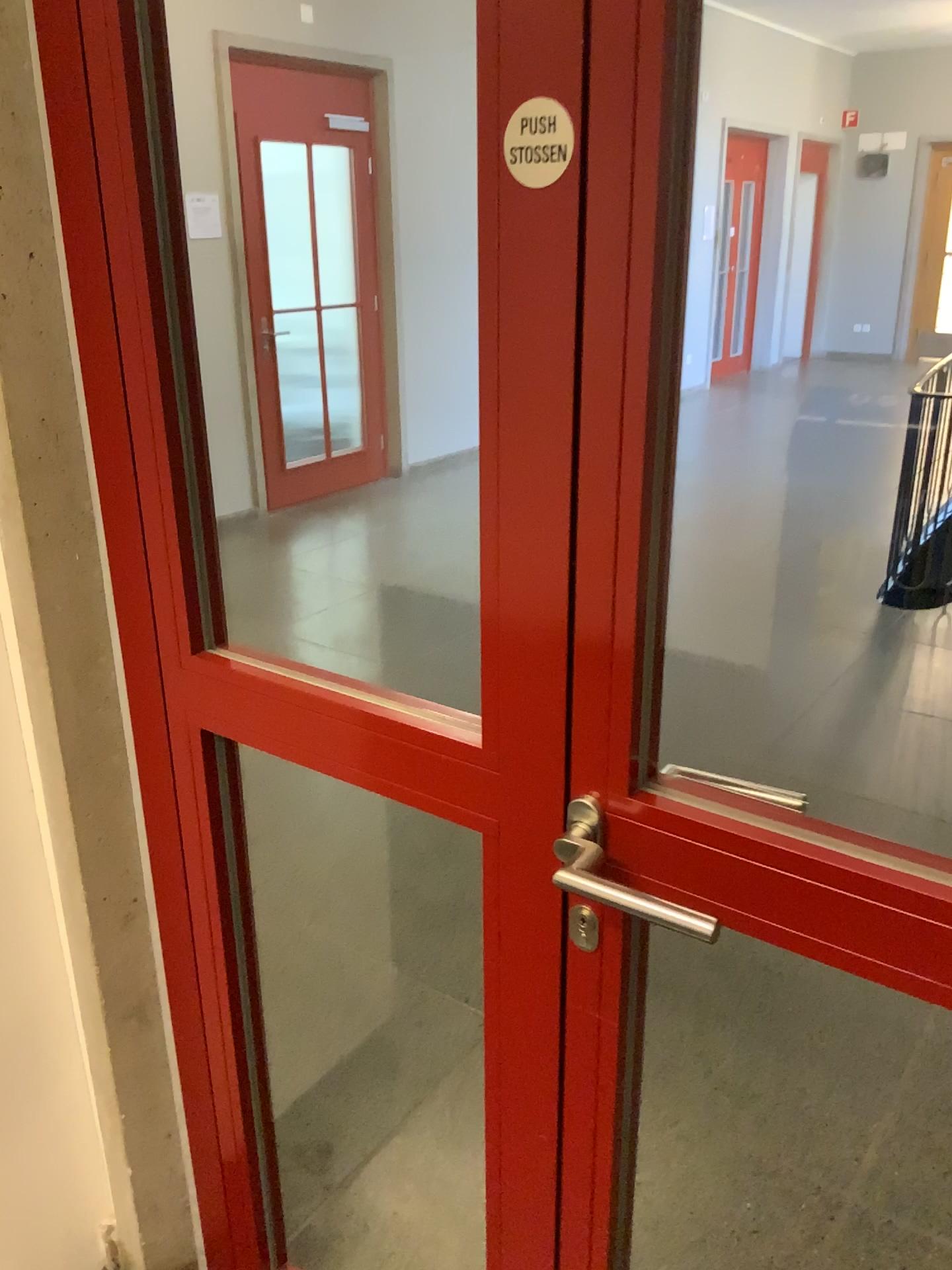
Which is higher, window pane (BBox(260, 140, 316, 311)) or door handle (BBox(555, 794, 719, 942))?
window pane (BBox(260, 140, 316, 311))

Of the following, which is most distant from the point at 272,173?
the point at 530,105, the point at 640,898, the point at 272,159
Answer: the point at 640,898

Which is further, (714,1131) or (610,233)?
(714,1131)

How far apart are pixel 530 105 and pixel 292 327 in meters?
0.9

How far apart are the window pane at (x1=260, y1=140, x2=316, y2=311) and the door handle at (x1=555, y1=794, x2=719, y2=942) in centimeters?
99cm

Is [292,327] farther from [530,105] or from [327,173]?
[530,105]

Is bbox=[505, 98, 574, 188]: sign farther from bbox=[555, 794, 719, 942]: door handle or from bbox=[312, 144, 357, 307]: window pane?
bbox=[312, 144, 357, 307]: window pane

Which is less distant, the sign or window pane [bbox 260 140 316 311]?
the sign

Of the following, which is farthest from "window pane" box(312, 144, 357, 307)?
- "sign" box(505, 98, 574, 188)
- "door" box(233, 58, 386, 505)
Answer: "sign" box(505, 98, 574, 188)

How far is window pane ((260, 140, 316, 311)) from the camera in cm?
152
